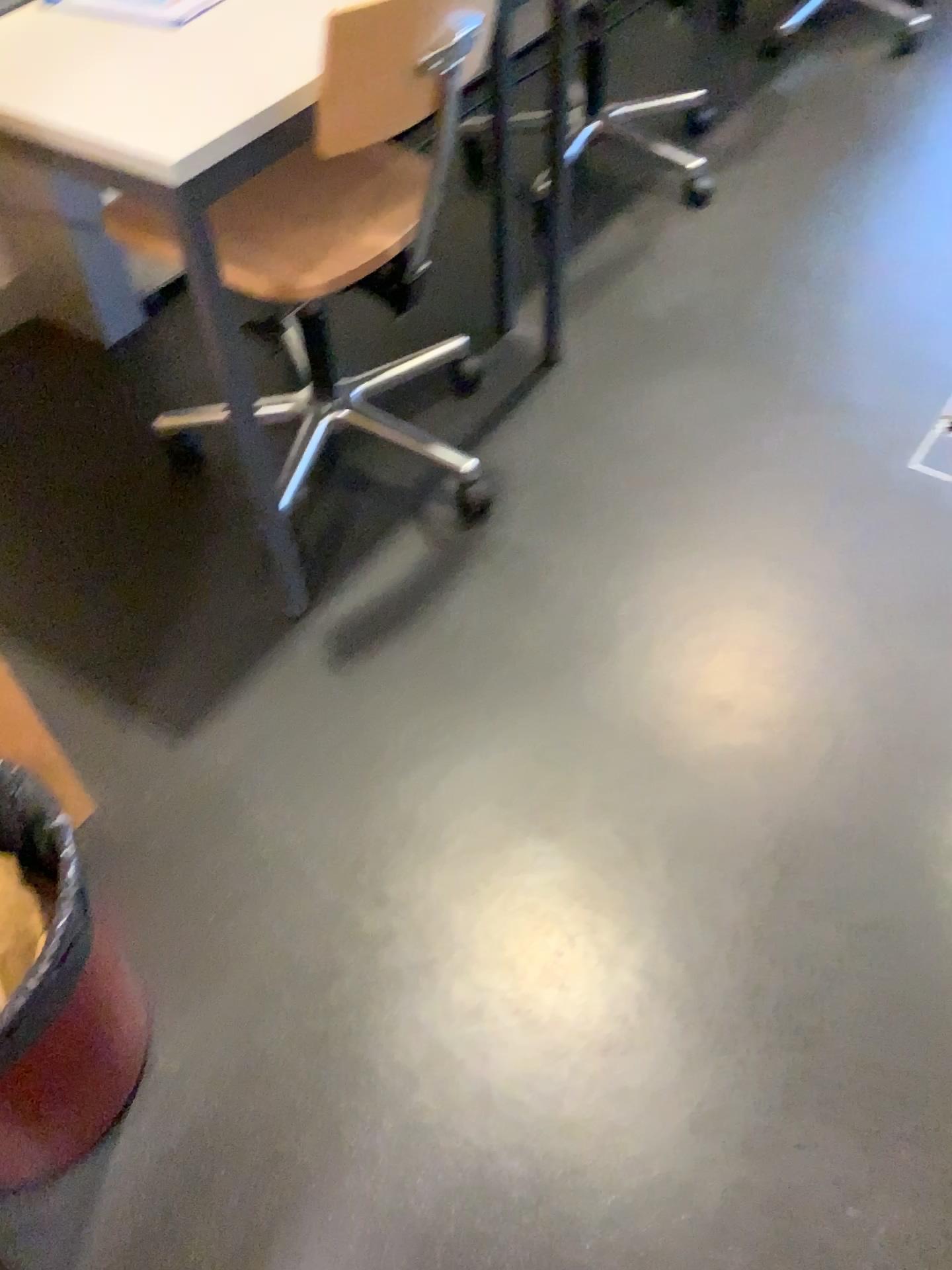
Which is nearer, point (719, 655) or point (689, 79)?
point (719, 655)

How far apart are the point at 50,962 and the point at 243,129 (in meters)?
0.86

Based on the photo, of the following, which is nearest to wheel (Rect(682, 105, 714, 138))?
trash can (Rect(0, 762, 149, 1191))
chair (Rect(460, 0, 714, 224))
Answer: chair (Rect(460, 0, 714, 224))

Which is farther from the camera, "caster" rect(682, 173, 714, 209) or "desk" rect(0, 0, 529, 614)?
"caster" rect(682, 173, 714, 209)

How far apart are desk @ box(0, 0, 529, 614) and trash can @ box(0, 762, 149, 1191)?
0.6 meters

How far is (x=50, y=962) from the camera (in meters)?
0.95

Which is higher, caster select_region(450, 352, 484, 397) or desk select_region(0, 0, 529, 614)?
desk select_region(0, 0, 529, 614)

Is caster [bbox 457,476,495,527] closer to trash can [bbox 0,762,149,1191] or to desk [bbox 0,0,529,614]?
desk [bbox 0,0,529,614]

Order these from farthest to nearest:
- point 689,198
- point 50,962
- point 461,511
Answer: point 689,198, point 461,511, point 50,962

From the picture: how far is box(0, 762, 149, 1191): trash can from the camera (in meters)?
0.95
